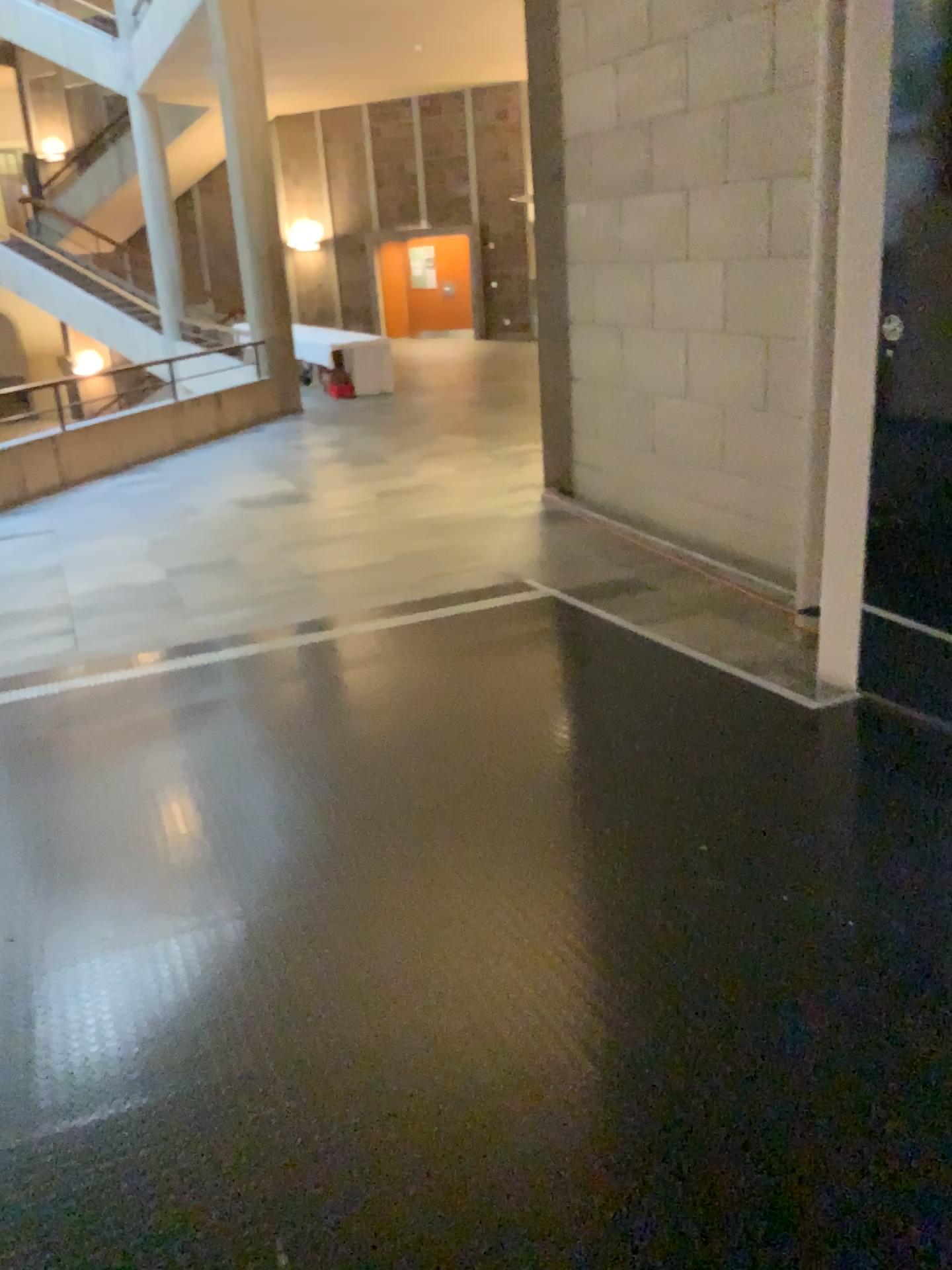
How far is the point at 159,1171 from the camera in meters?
2.0
